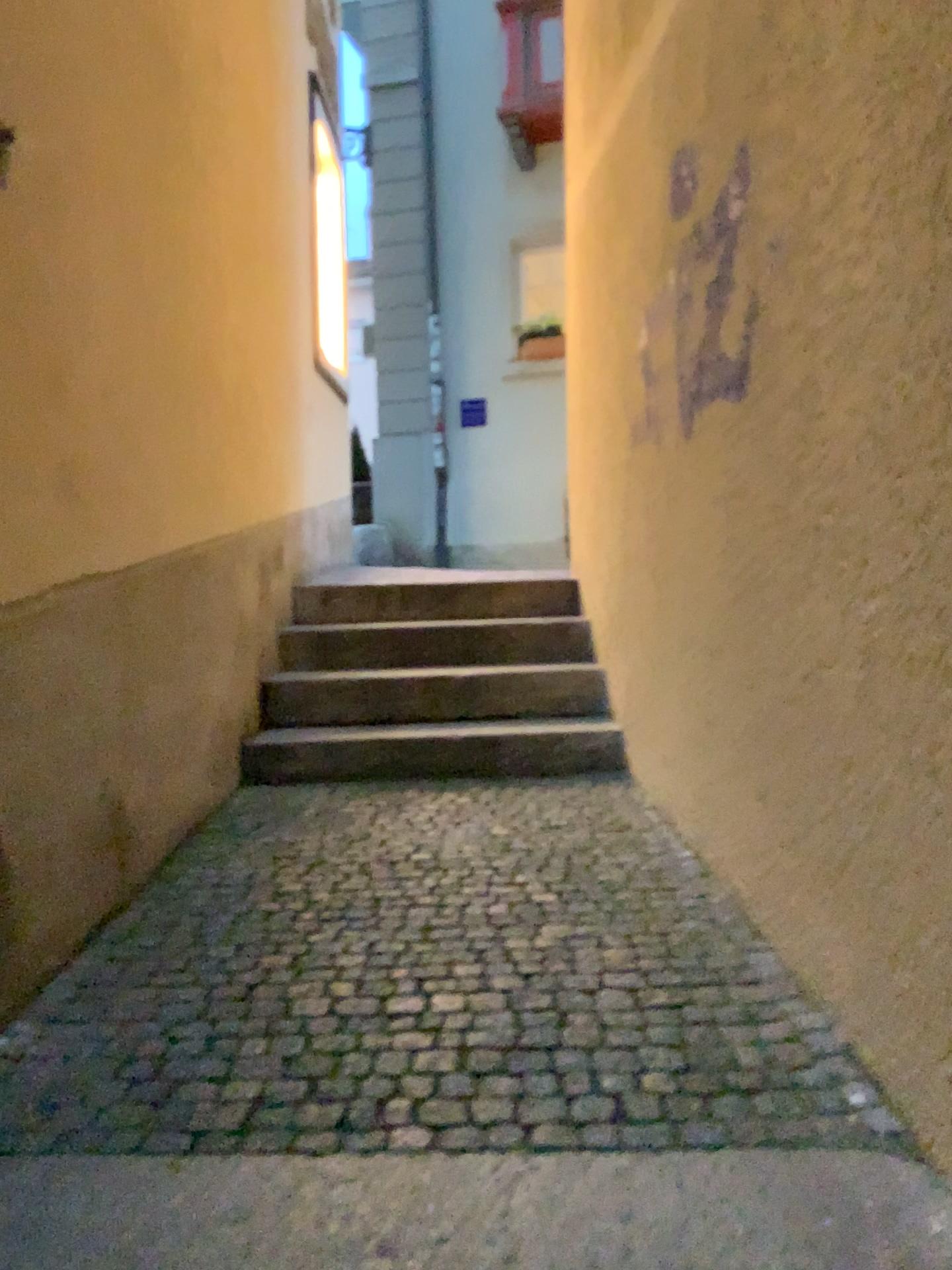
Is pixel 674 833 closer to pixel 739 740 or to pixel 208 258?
pixel 739 740
